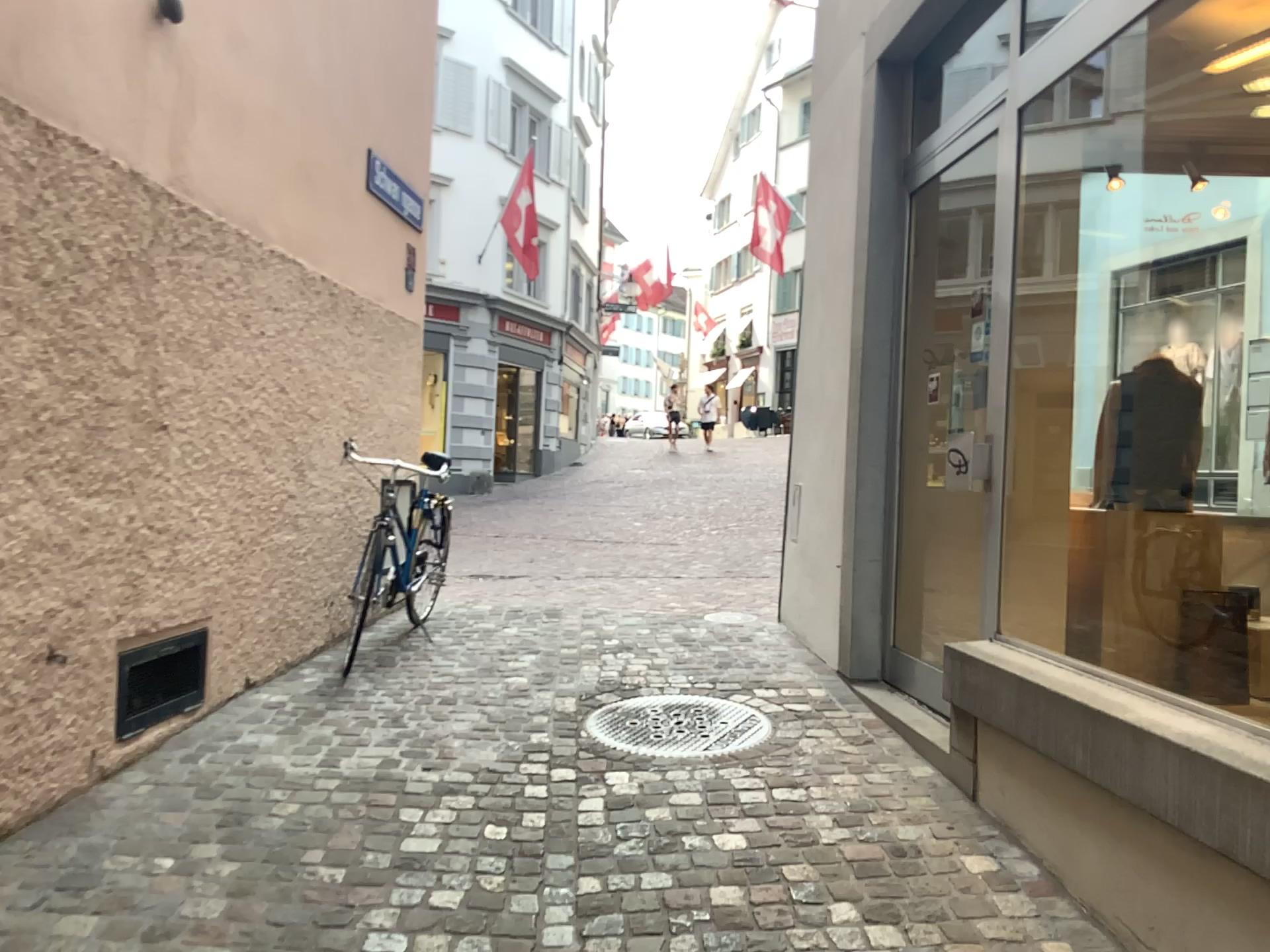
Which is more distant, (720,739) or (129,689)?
(720,739)

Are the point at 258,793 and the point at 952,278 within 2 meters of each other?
no

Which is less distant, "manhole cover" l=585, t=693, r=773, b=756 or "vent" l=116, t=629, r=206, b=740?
"vent" l=116, t=629, r=206, b=740
